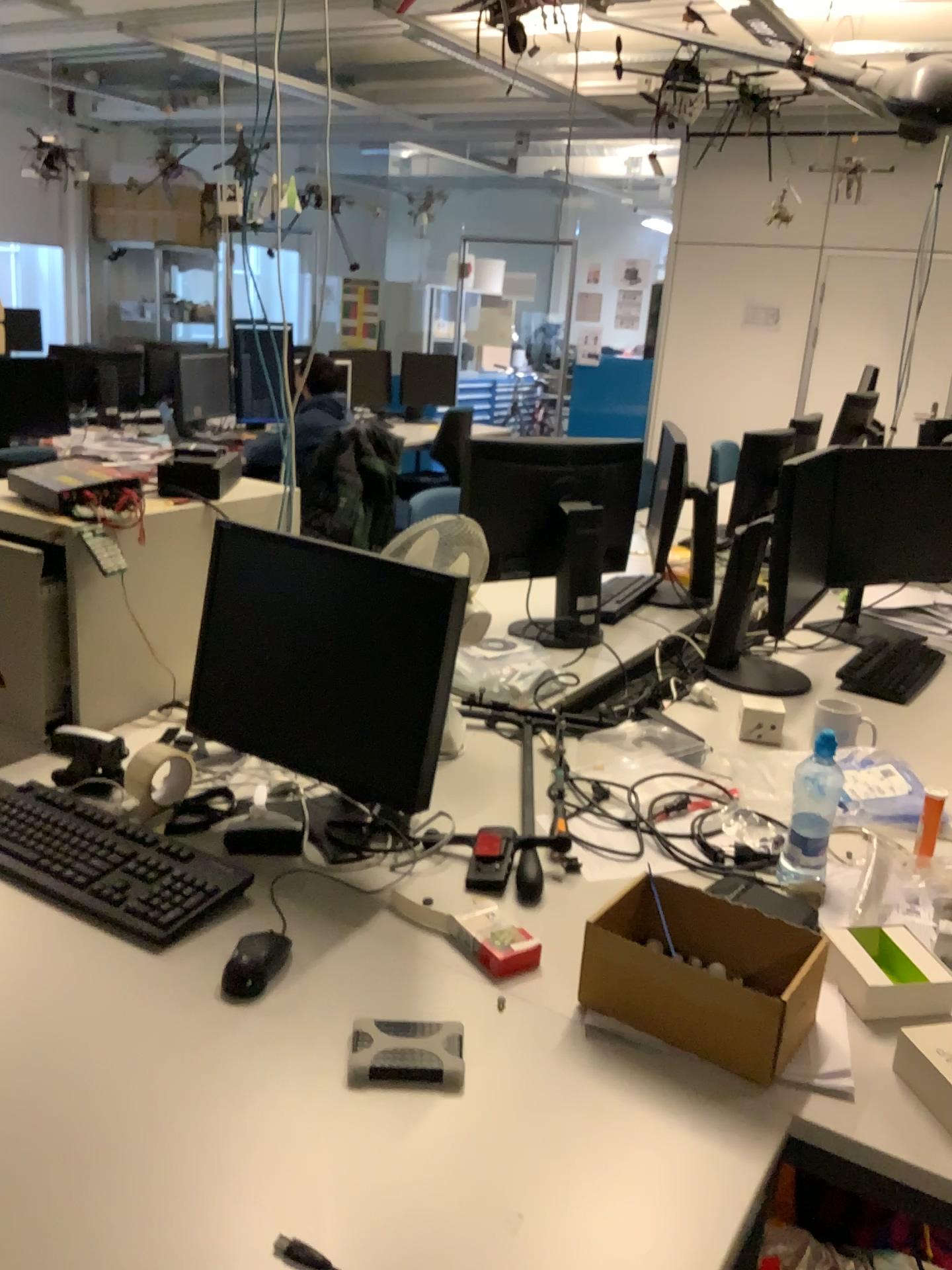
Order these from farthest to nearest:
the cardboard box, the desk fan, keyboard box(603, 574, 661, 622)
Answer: keyboard box(603, 574, 661, 622)
the desk fan
the cardboard box

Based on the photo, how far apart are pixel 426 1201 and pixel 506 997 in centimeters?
31cm

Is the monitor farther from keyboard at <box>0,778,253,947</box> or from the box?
the box

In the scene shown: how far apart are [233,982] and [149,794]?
0.55m

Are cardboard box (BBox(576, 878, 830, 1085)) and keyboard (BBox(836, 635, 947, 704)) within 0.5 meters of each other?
no

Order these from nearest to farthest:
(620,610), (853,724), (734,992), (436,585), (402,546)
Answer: (734,992), (436,585), (402,546), (853,724), (620,610)

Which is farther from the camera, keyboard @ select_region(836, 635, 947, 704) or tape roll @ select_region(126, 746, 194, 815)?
keyboard @ select_region(836, 635, 947, 704)

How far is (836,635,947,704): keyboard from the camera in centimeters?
234cm

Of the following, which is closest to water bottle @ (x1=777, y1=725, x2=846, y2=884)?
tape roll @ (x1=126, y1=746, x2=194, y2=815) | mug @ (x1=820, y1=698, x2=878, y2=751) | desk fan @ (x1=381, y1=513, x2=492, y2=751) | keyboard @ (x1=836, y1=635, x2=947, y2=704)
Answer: mug @ (x1=820, y1=698, x2=878, y2=751)

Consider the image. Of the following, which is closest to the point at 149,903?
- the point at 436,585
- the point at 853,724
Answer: the point at 436,585
